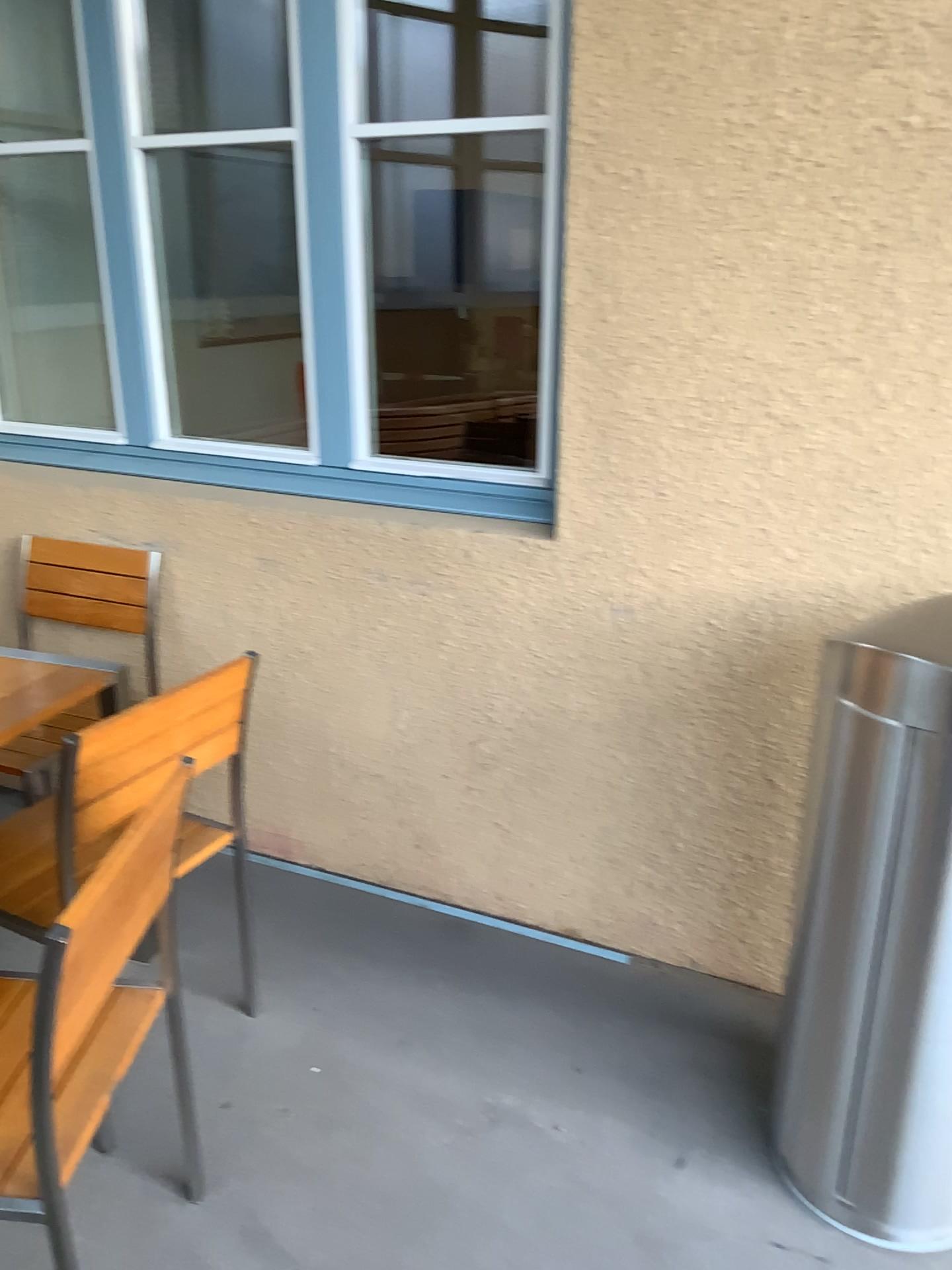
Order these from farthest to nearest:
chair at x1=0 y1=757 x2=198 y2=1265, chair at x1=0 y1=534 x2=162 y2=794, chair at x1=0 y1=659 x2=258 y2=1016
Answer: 1. chair at x1=0 y1=534 x2=162 y2=794
2. chair at x1=0 y1=659 x2=258 y2=1016
3. chair at x1=0 y1=757 x2=198 y2=1265

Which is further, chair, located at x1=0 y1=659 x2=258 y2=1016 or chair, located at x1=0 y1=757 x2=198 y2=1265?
chair, located at x1=0 y1=659 x2=258 y2=1016

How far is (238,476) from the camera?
2.7m

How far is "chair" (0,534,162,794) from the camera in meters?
2.8

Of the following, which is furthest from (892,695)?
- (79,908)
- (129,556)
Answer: (129,556)

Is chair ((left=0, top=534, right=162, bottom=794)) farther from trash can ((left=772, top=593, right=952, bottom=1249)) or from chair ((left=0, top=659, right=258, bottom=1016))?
trash can ((left=772, top=593, right=952, bottom=1249))

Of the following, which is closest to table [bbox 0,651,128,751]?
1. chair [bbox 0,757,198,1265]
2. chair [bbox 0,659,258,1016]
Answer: chair [bbox 0,659,258,1016]

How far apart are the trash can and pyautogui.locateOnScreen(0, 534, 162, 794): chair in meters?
1.8

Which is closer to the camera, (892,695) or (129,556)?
(892,695)

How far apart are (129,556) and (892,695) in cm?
201
